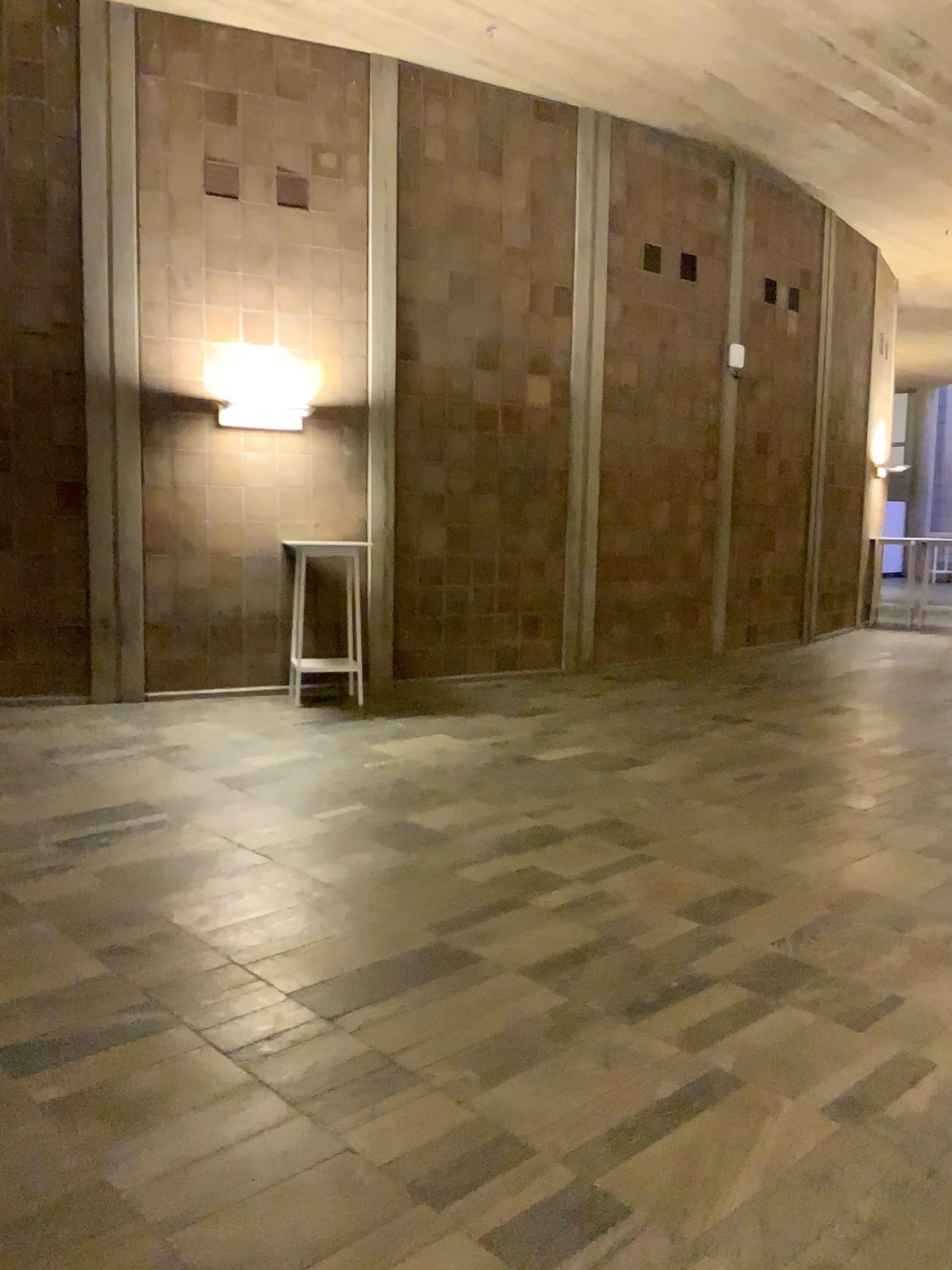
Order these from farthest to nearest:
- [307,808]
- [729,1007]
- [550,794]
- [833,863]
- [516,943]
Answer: [550,794]
[307,808]
[833,863]
[516,943]
[729,1007]
